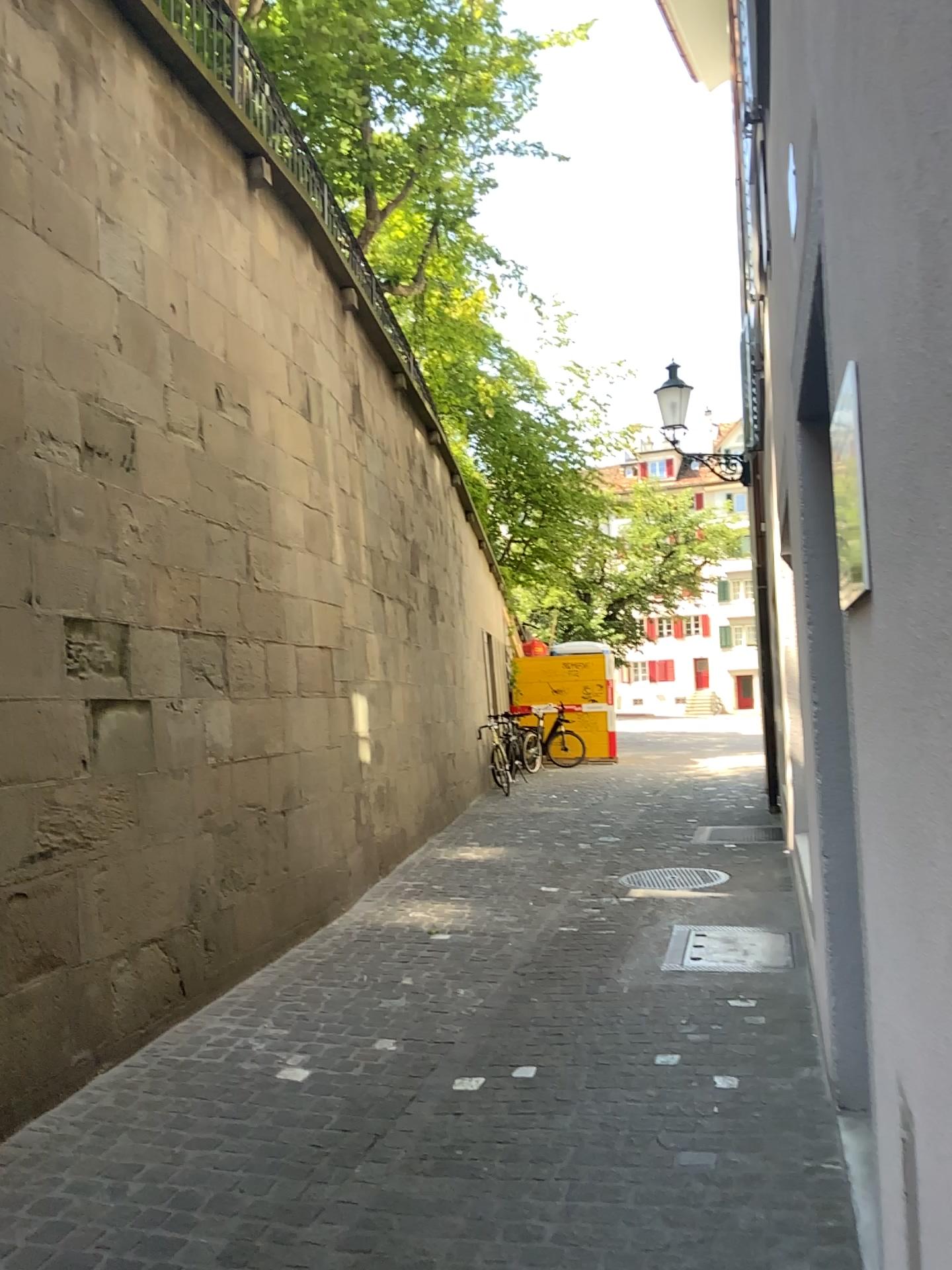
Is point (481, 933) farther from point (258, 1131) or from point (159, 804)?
point (258, 1131)
